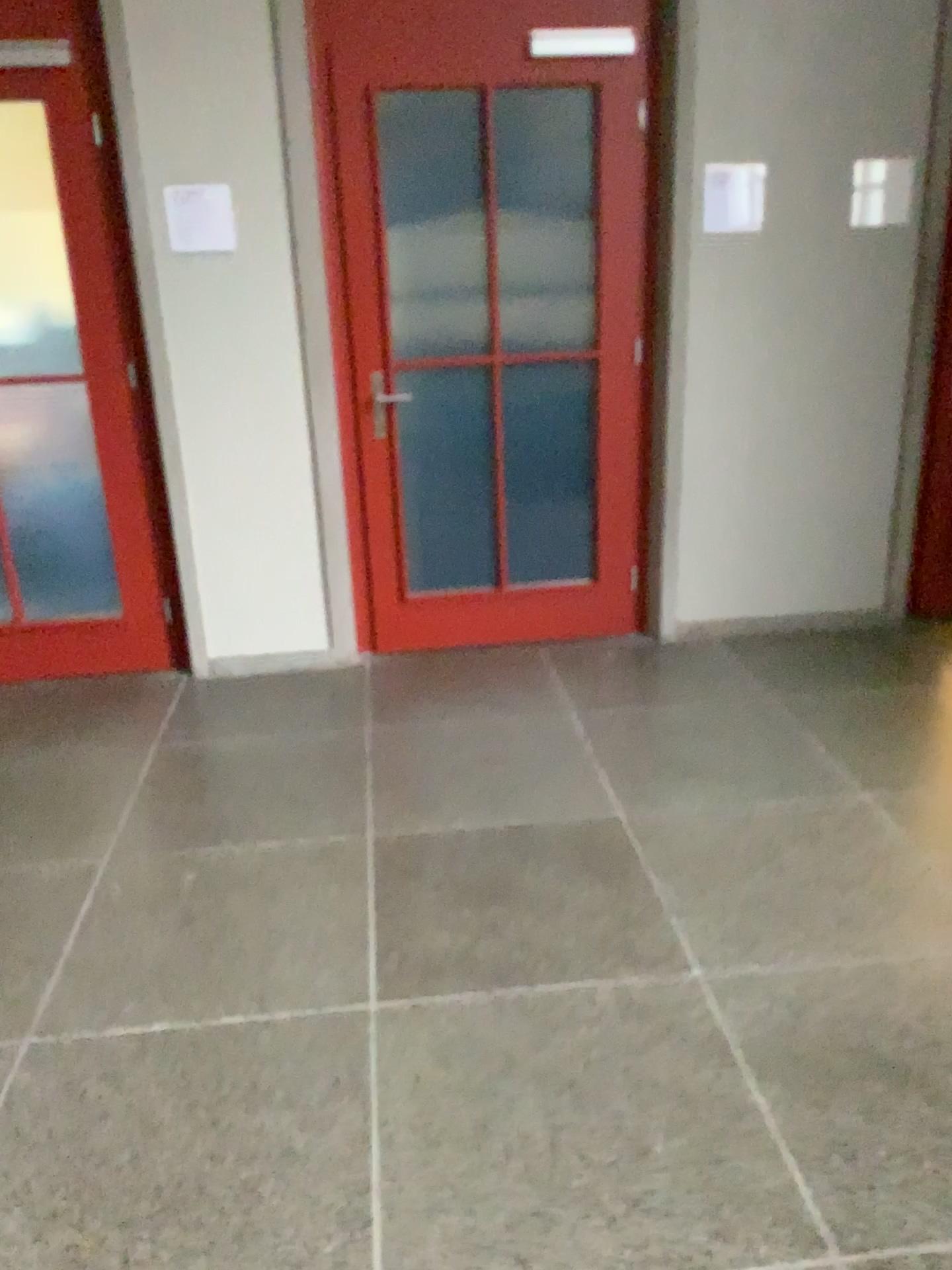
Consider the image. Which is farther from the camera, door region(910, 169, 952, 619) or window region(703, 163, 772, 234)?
door region(910, 169, 952, 619)

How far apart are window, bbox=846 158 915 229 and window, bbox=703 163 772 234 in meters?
0.4

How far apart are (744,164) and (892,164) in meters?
0.5 m

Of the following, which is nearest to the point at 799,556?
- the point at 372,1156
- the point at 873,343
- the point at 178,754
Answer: the point at 873,343

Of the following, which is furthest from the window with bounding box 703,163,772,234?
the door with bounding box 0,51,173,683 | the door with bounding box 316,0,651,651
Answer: the door with bounding box 0,51,173,683

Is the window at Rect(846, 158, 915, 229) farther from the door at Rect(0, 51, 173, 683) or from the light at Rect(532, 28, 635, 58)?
the door at Rect(0, 51, 173, 683)

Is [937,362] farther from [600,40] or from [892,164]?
[600,40]

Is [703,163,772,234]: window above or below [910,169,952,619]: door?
above

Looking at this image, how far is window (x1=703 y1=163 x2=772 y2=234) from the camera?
3.61m

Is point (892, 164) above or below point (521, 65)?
below
